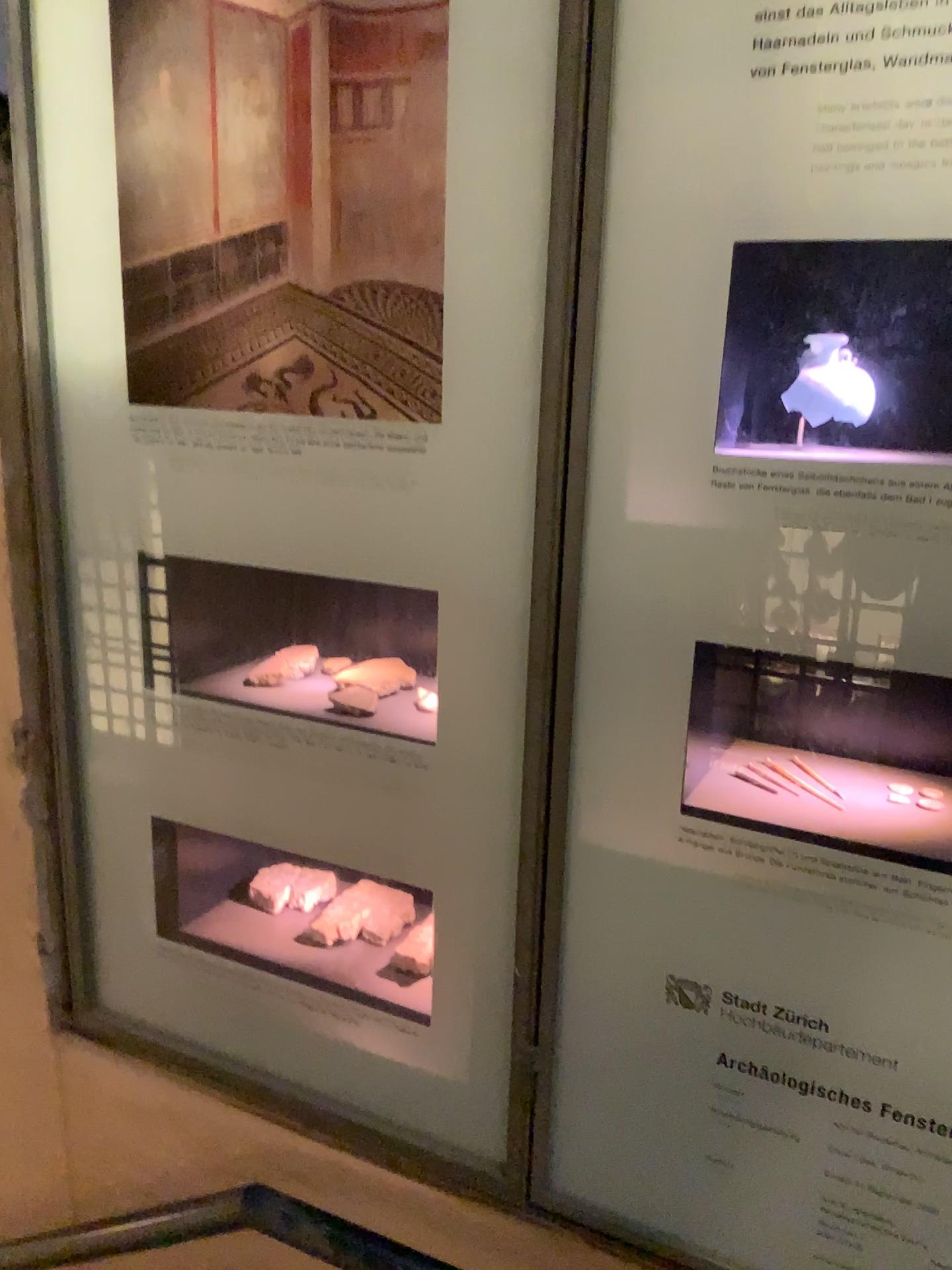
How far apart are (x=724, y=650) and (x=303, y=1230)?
0.76m

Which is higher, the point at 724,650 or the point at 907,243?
the point at 907,243

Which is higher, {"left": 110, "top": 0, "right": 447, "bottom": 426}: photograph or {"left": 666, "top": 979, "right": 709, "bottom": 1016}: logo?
{"left": 110, "top": 0, "right": 447, "bottom": 426}: photograph

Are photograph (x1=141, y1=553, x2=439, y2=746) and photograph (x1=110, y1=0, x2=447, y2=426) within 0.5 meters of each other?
yes

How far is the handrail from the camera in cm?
109

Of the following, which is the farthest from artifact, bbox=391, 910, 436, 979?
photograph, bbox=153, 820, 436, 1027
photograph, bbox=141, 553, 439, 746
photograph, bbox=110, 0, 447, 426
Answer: photograph, bbox=110, 0, 447, 426

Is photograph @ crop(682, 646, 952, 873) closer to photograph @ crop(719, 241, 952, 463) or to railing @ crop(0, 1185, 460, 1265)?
photograph @ crop(719, 241, 952, 463)

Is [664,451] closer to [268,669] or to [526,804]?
[526,804]

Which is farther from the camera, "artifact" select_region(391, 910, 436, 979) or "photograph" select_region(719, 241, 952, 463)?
"artifact" select_region(391, 910, 436, 979)

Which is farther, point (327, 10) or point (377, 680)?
point (377, 680)
